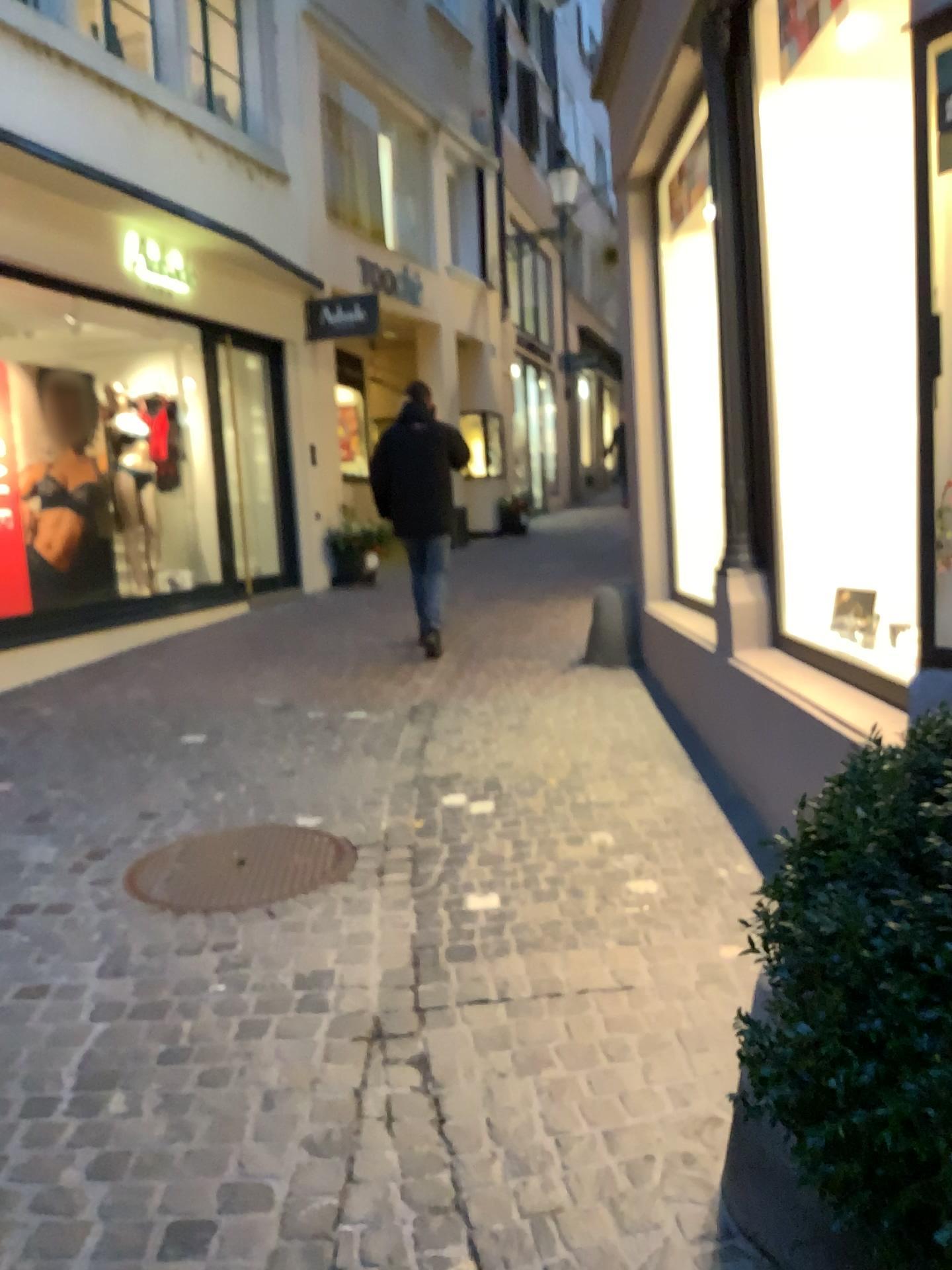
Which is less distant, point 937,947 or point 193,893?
point 937,947

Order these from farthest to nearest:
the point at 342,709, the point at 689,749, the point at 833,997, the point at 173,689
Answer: the point at 173,689 → the point at 342,709 → the point at 689,749 → the point at 833,997

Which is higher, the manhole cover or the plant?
the plant

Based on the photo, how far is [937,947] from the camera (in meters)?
0.87

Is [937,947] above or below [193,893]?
above

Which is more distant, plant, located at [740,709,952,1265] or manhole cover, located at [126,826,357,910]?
manhole cover, located at [126,826,357,910]

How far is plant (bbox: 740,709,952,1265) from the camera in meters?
0.9
